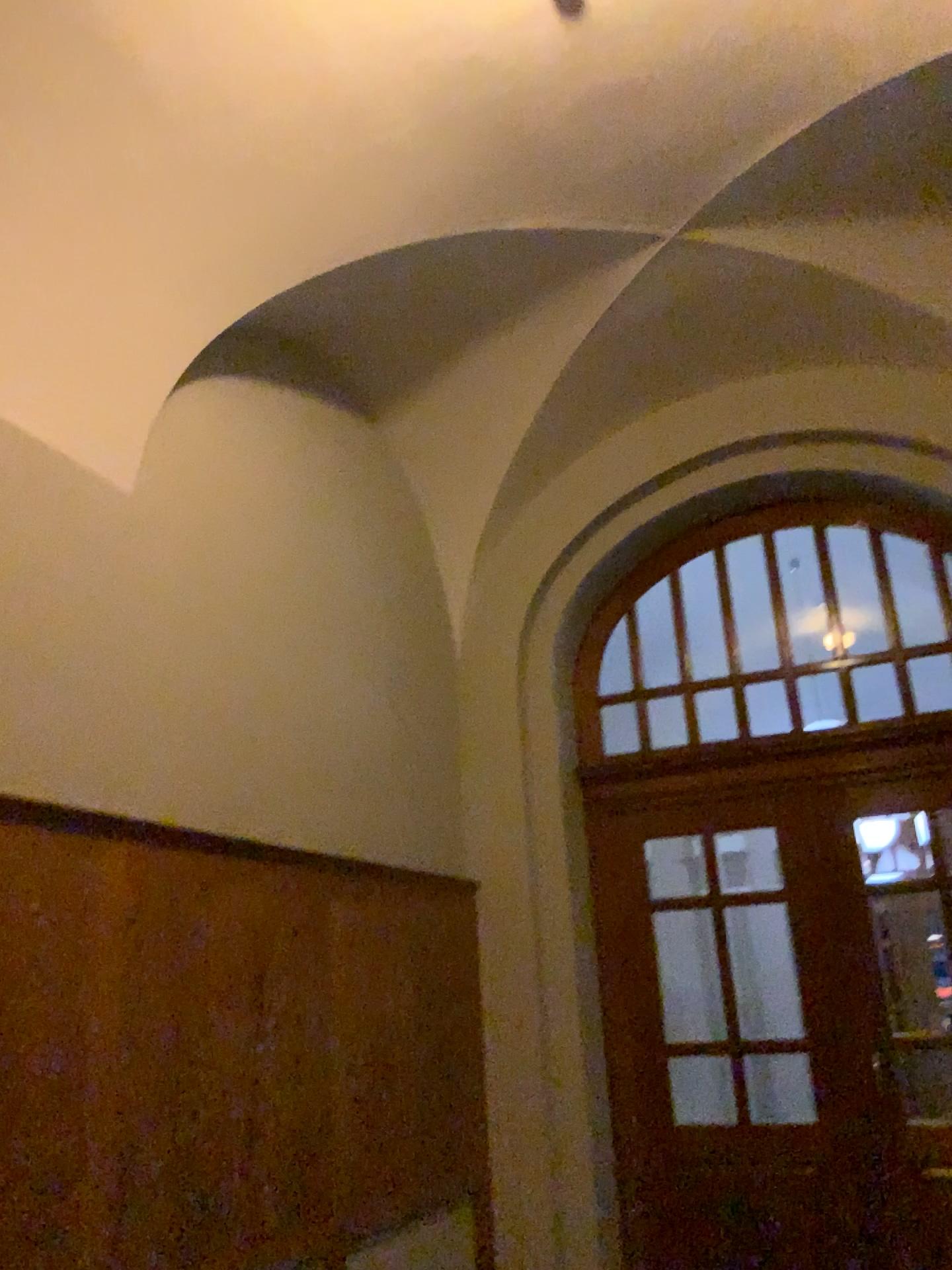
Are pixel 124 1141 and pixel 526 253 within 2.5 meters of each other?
no
